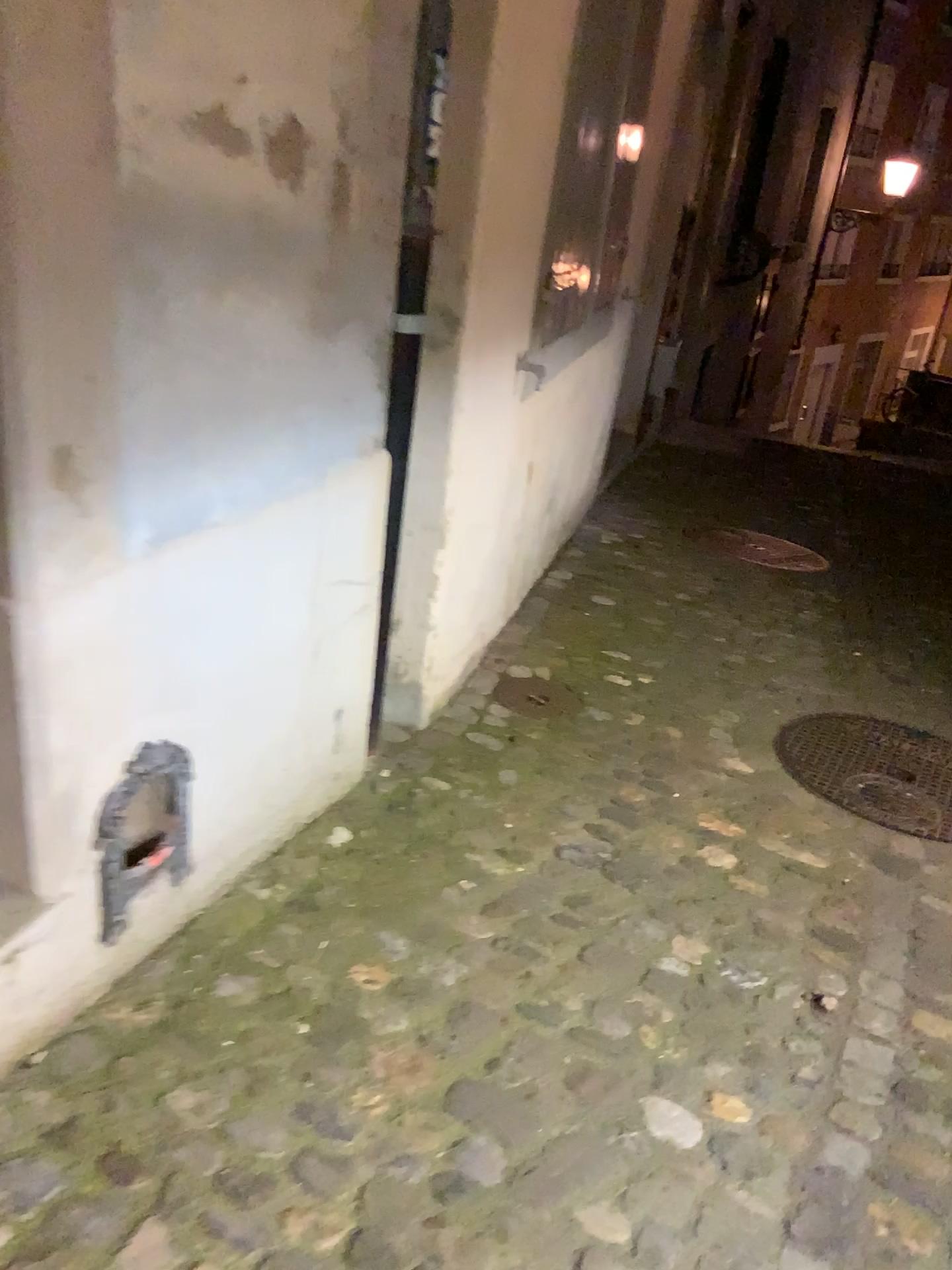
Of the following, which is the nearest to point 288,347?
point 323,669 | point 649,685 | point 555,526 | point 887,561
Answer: point 323,669

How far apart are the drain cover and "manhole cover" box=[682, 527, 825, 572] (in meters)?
2.05

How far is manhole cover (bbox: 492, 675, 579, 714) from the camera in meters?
3.0

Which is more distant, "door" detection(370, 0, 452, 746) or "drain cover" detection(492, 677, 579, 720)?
"drain cover" detection(492, 677, 579, 720)

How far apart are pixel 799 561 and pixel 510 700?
2.43m

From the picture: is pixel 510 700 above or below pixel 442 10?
below

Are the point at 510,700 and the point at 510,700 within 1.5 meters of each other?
yes

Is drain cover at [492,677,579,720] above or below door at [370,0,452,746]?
below

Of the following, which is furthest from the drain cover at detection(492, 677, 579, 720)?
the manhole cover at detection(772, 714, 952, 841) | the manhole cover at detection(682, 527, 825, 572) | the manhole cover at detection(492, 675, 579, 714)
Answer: the manhole cover at detection(682, 527, 825, 572)

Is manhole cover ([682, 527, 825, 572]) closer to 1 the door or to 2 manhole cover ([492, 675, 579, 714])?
2 manhole cover ([492, 675, 579, 714])
